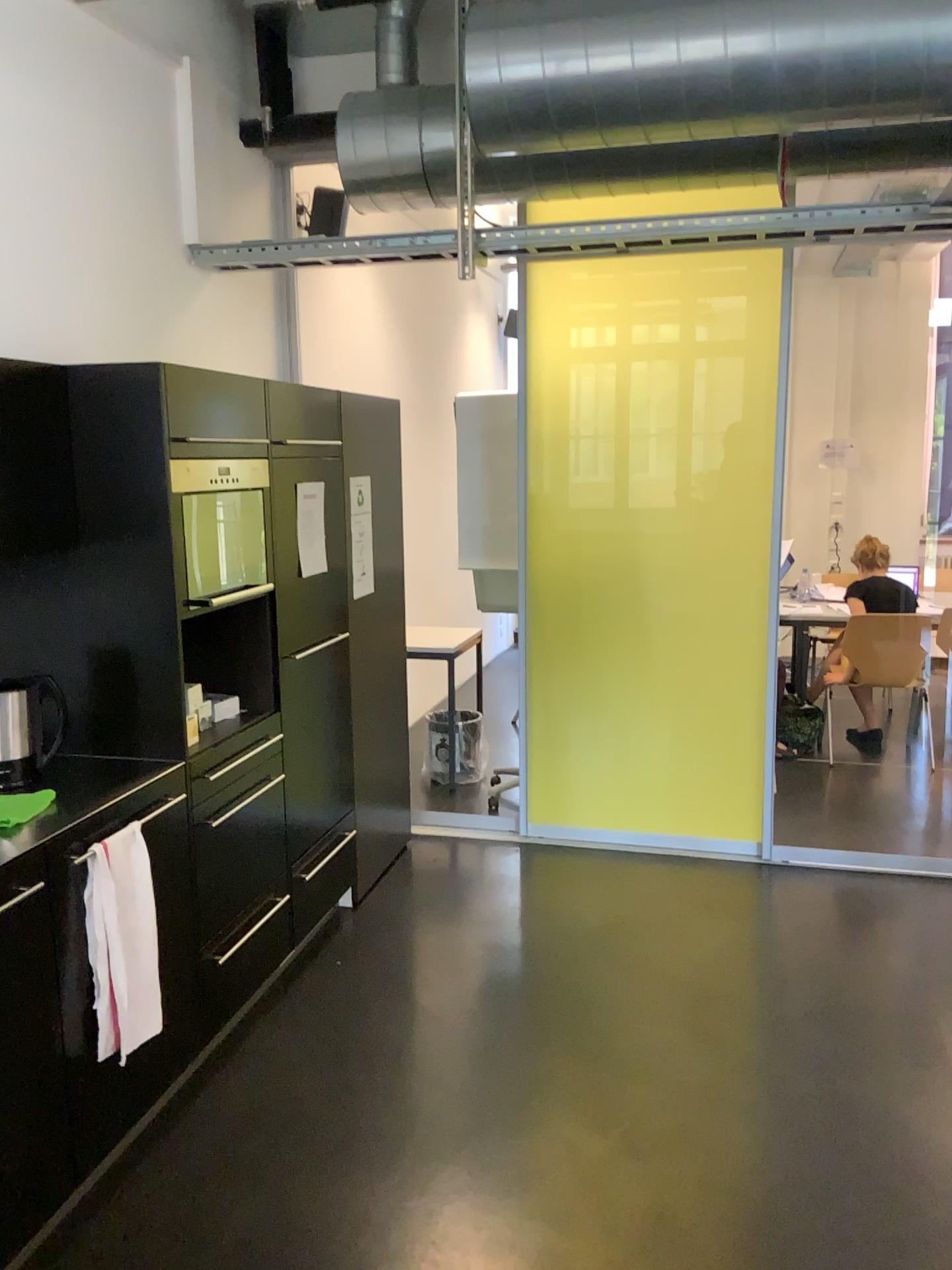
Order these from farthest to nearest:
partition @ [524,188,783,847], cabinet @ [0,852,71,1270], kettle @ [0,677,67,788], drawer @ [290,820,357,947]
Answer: partition @ [524,188,783,847] → drawer @ [290,820,357,947] → kettle @ [0,677,67,788] → cabinet @ [0,852,71,1270]

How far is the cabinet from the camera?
2.0 meters

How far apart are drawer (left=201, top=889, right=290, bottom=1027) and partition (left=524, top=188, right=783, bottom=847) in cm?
159

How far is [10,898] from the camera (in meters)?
2.03

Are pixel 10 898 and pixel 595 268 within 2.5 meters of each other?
no

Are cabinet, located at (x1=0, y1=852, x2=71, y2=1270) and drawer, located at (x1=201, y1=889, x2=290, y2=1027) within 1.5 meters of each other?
yes

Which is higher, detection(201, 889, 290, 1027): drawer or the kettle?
the kettle

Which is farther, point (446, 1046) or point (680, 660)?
point (680, 660)

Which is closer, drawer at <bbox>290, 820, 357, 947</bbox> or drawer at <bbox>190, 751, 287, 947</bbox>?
drawer at <bbox>190, 751, 287, 947</bbox>

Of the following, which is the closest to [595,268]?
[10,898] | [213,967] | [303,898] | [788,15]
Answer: [788,15]
